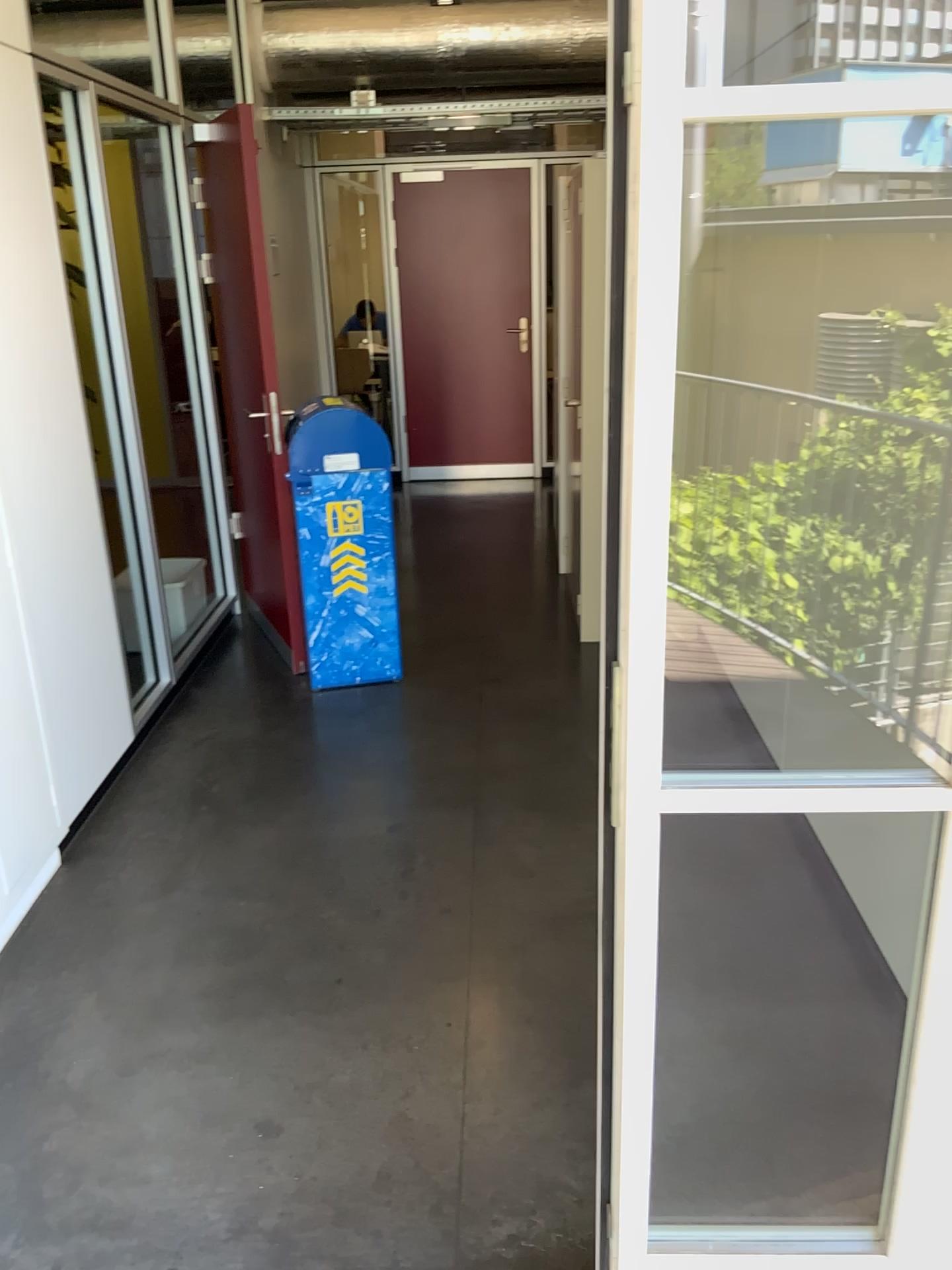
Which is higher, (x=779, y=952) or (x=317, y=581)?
(x=317, y=581)

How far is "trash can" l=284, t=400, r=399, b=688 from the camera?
3.91m

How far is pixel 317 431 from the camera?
3.91m
